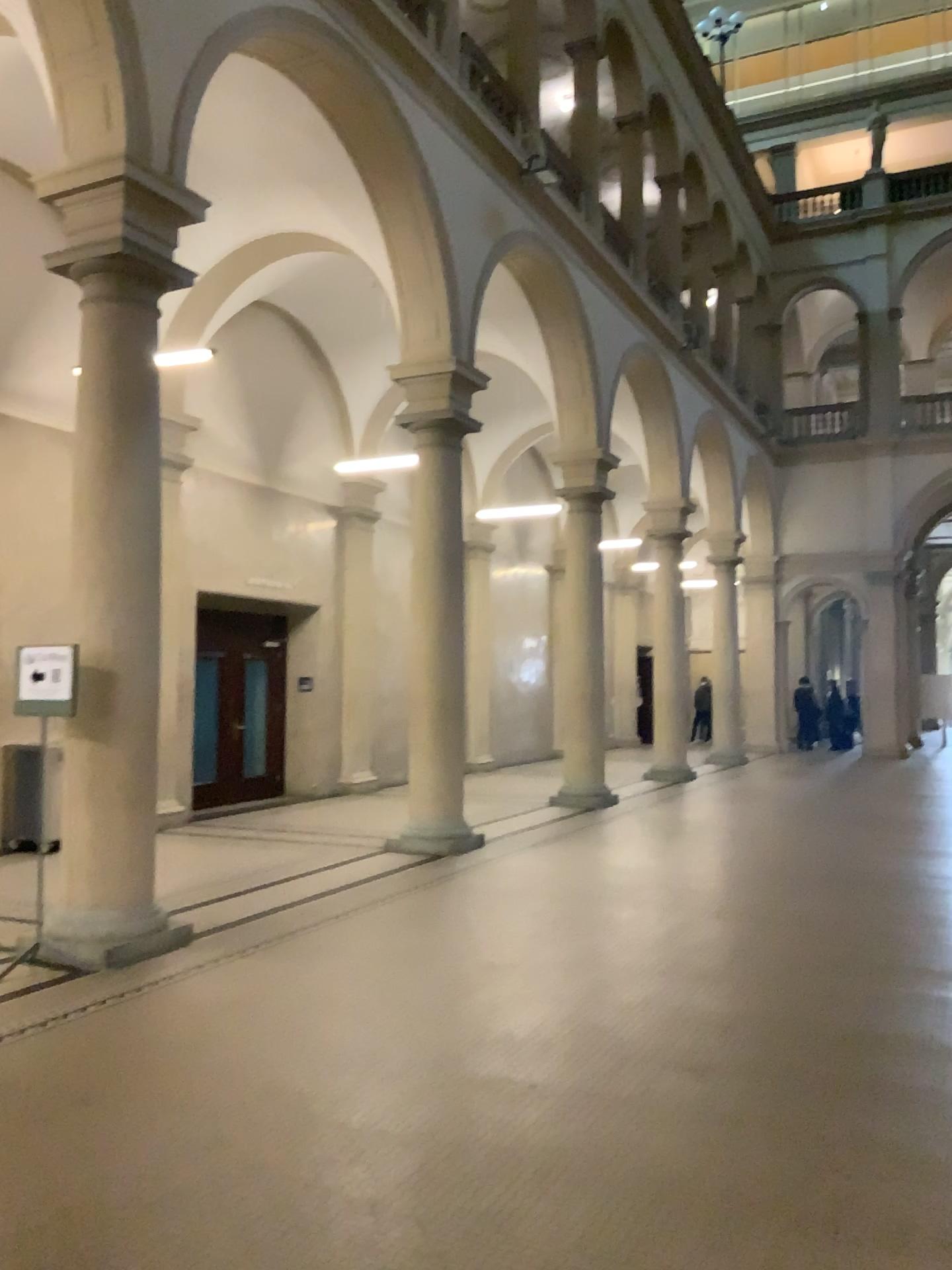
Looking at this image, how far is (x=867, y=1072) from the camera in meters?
4.2
